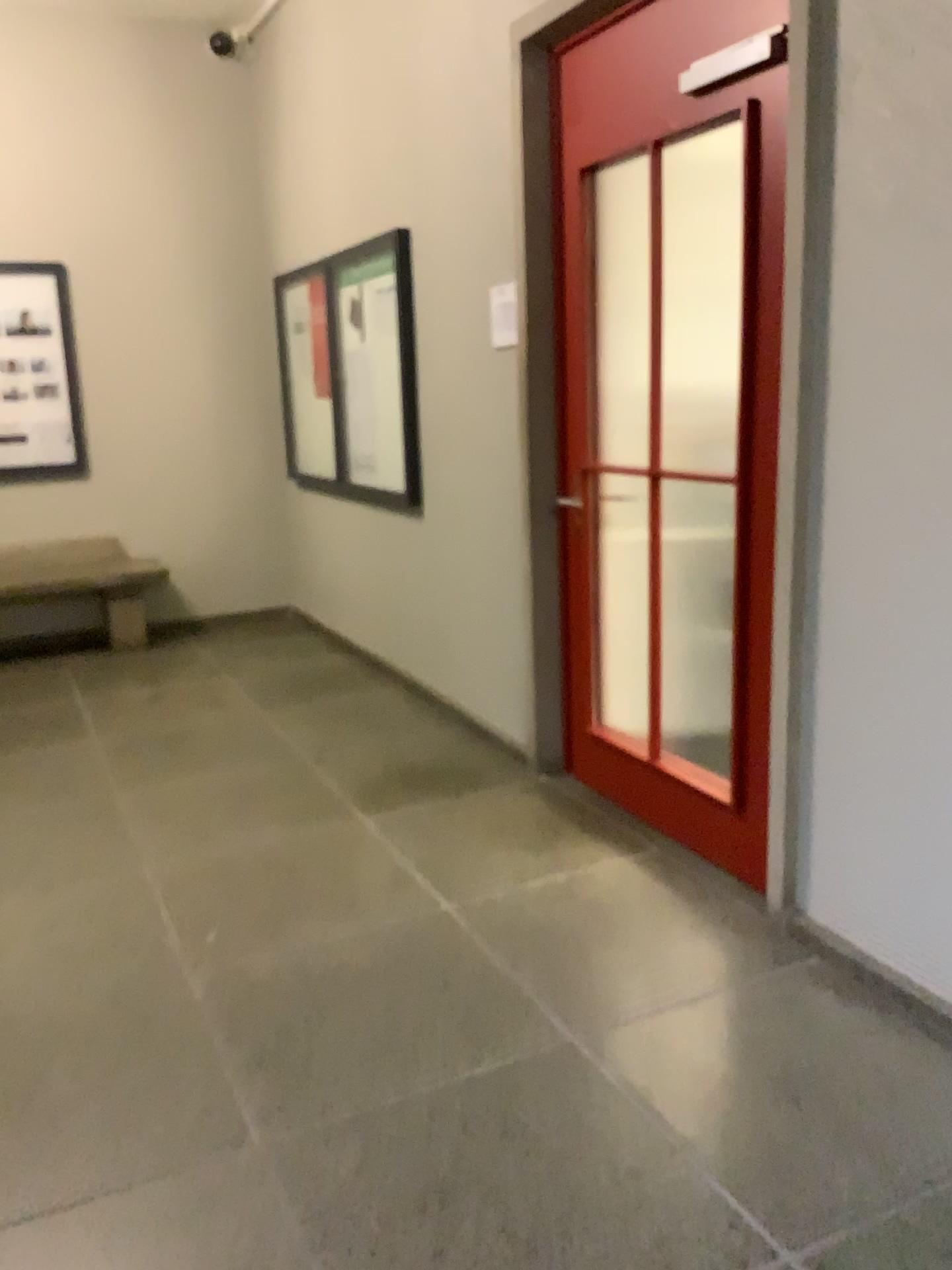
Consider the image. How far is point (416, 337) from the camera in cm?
452
